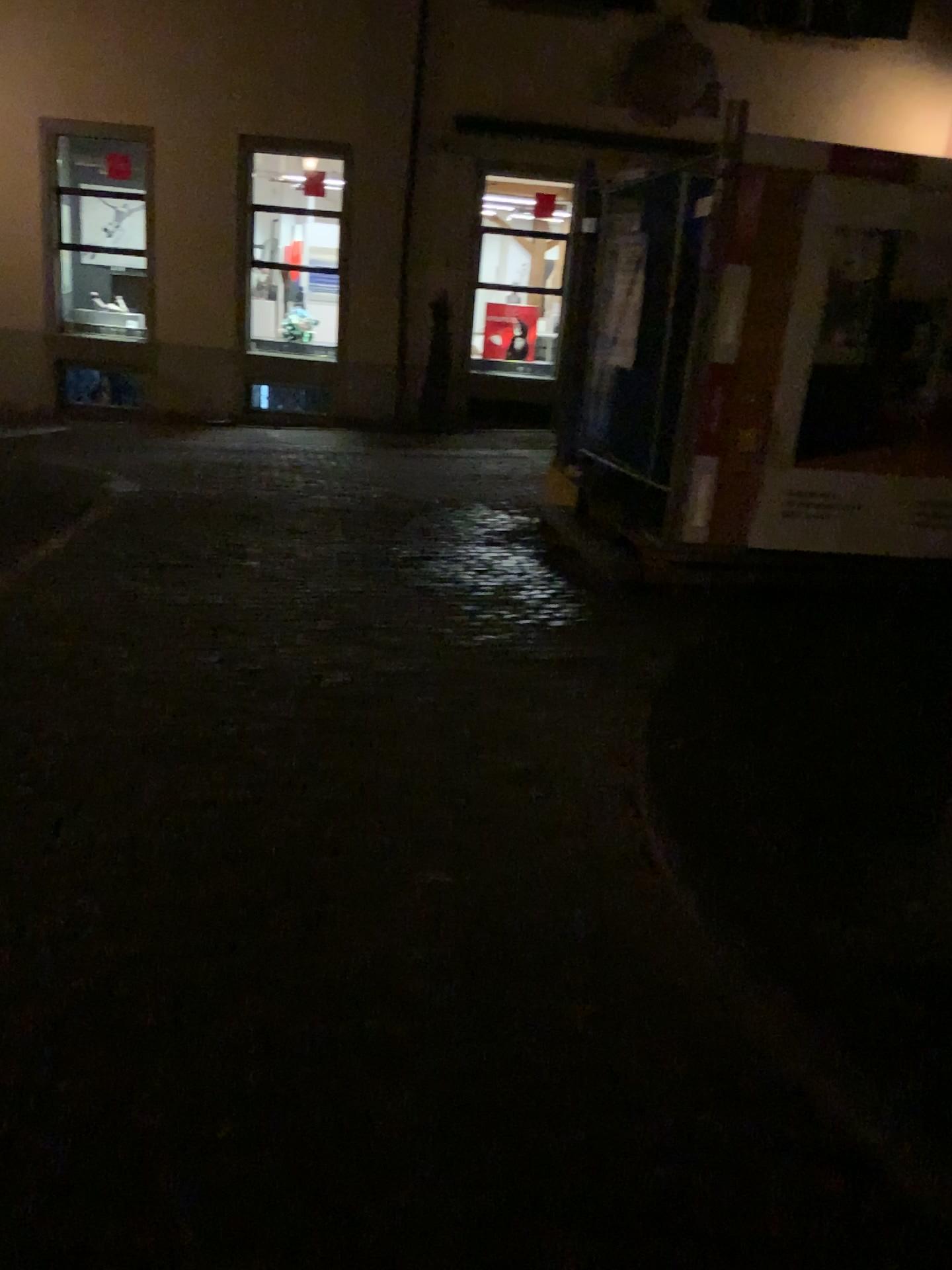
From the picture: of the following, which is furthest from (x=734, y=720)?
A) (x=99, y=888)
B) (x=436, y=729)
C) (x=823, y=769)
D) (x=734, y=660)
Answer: (x=99, y=888)
